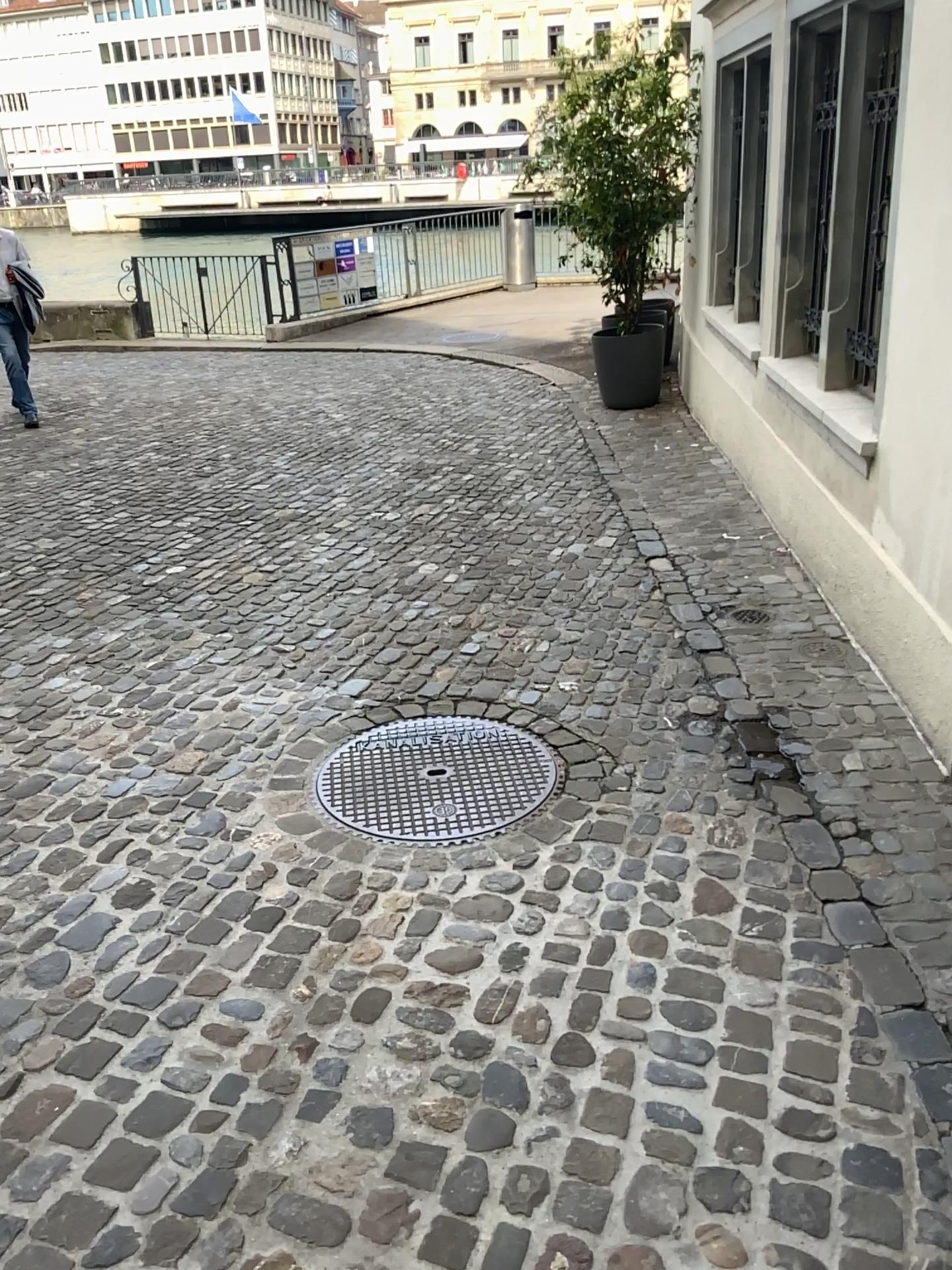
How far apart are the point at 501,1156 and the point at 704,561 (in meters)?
3.27
